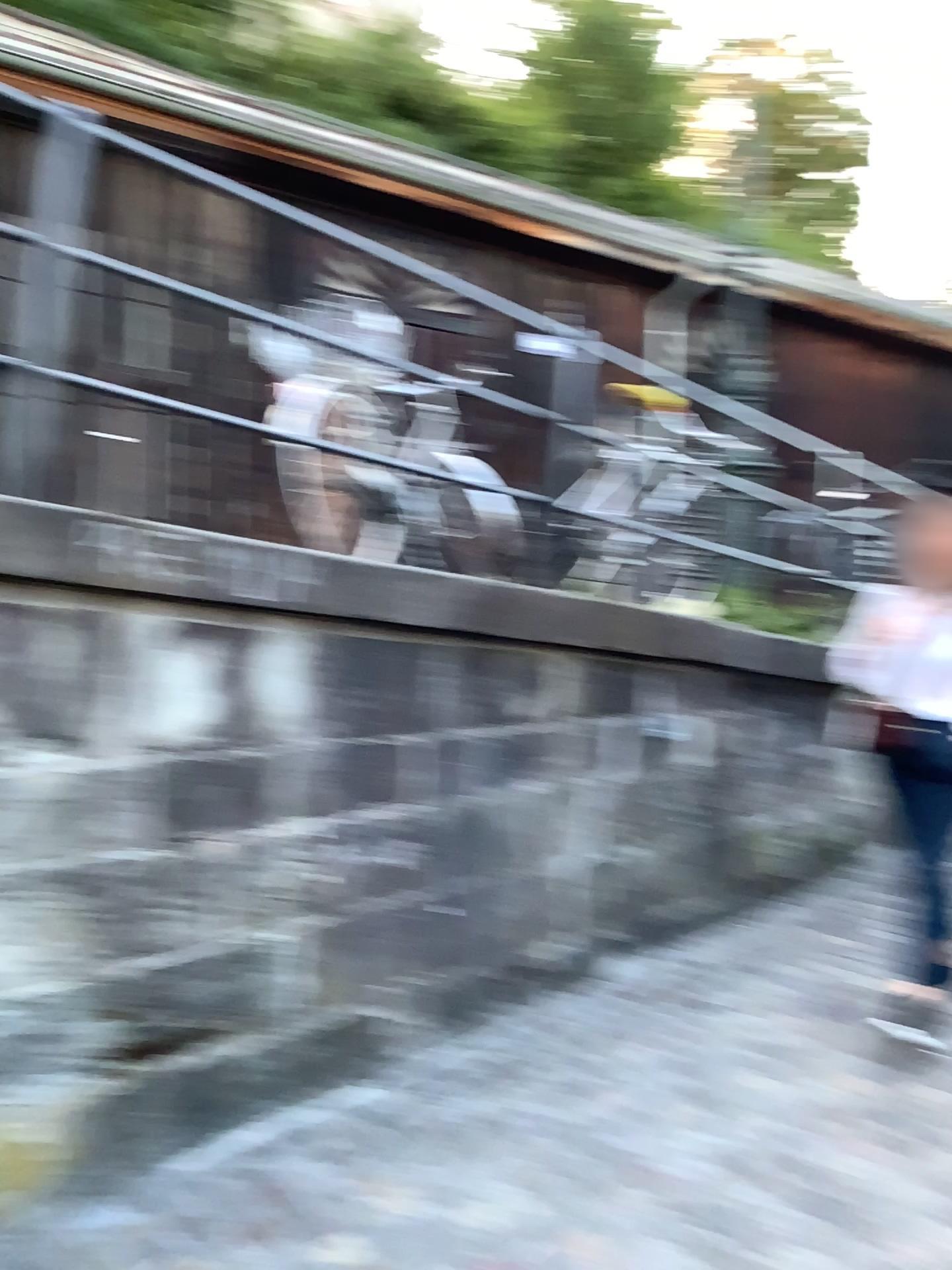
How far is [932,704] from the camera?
3.4m

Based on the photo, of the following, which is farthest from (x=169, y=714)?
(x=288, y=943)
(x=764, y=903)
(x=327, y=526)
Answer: (x=764, y=903)

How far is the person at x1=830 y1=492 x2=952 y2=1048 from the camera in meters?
3.4 m
